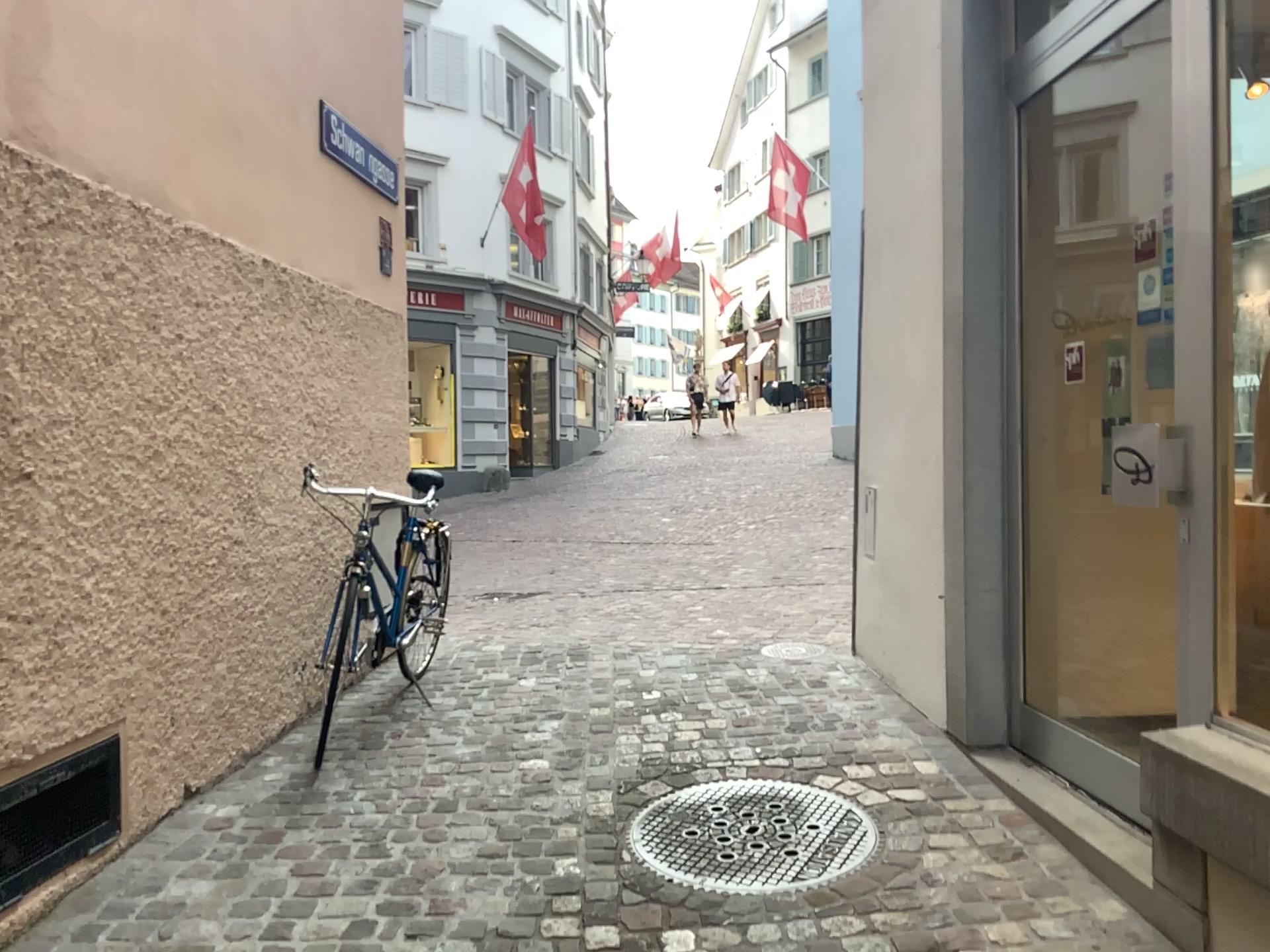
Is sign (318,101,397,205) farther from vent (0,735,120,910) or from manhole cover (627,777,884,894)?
manhole cover (627,777,884,894)

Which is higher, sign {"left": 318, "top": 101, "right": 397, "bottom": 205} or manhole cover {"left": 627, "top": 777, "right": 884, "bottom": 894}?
sign {"left": 318, "top": 101, "right": 397, "bottom": 205}

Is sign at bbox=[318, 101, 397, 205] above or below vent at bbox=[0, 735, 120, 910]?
above

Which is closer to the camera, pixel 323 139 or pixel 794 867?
pixel 794 867

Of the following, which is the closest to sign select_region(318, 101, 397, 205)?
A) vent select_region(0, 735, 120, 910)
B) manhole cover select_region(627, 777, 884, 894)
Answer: vent select_region(0, 735, 120, 910)

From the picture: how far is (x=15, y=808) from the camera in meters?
2.5 m

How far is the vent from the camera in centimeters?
253cm

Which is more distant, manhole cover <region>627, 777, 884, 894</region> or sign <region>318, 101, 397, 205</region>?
sign <region>318, 101, 397, 205</region>

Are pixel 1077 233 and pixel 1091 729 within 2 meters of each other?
yes

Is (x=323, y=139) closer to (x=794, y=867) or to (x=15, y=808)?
(x=15, y=808)
